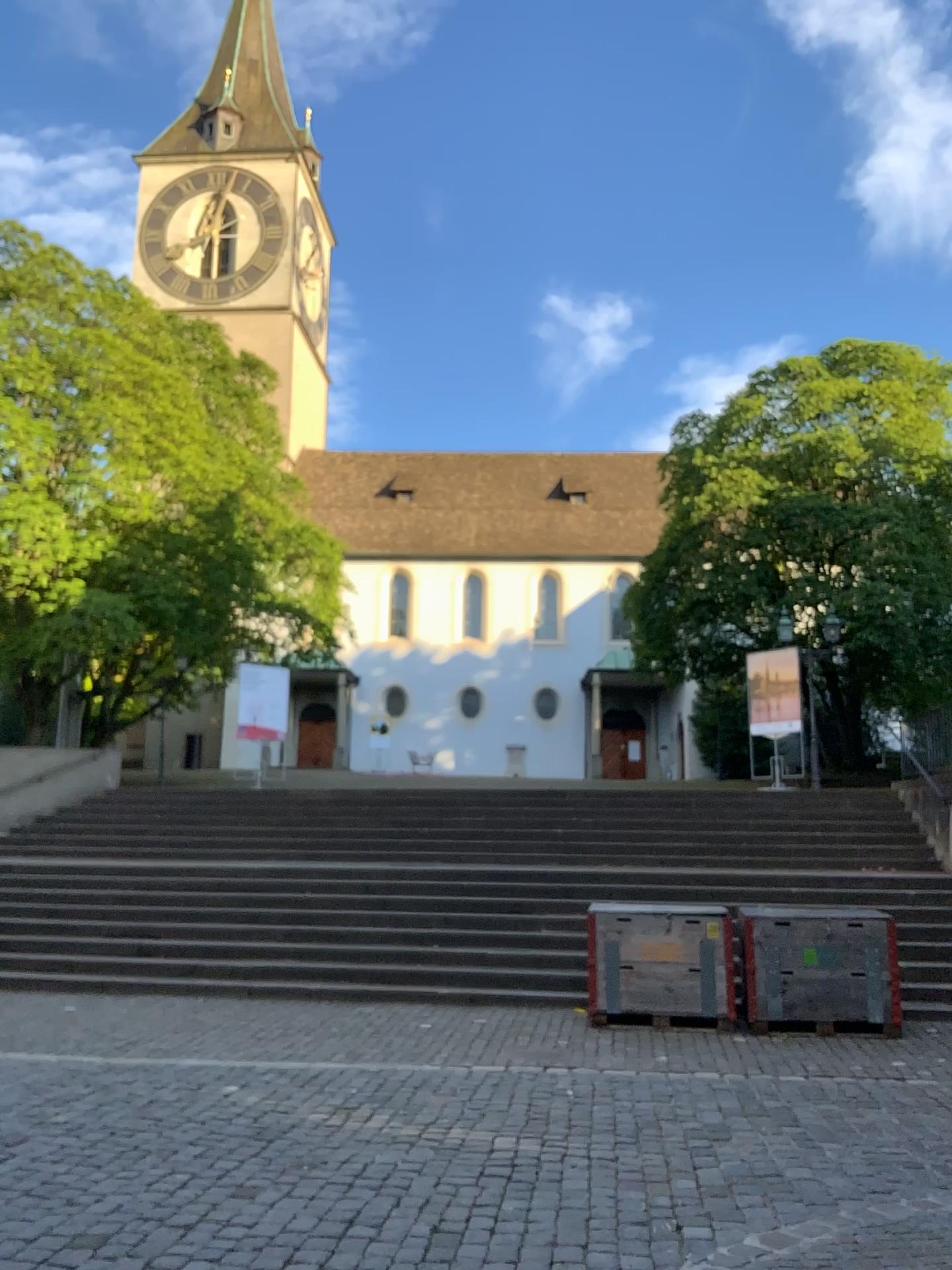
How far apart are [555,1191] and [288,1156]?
1.2 meters
